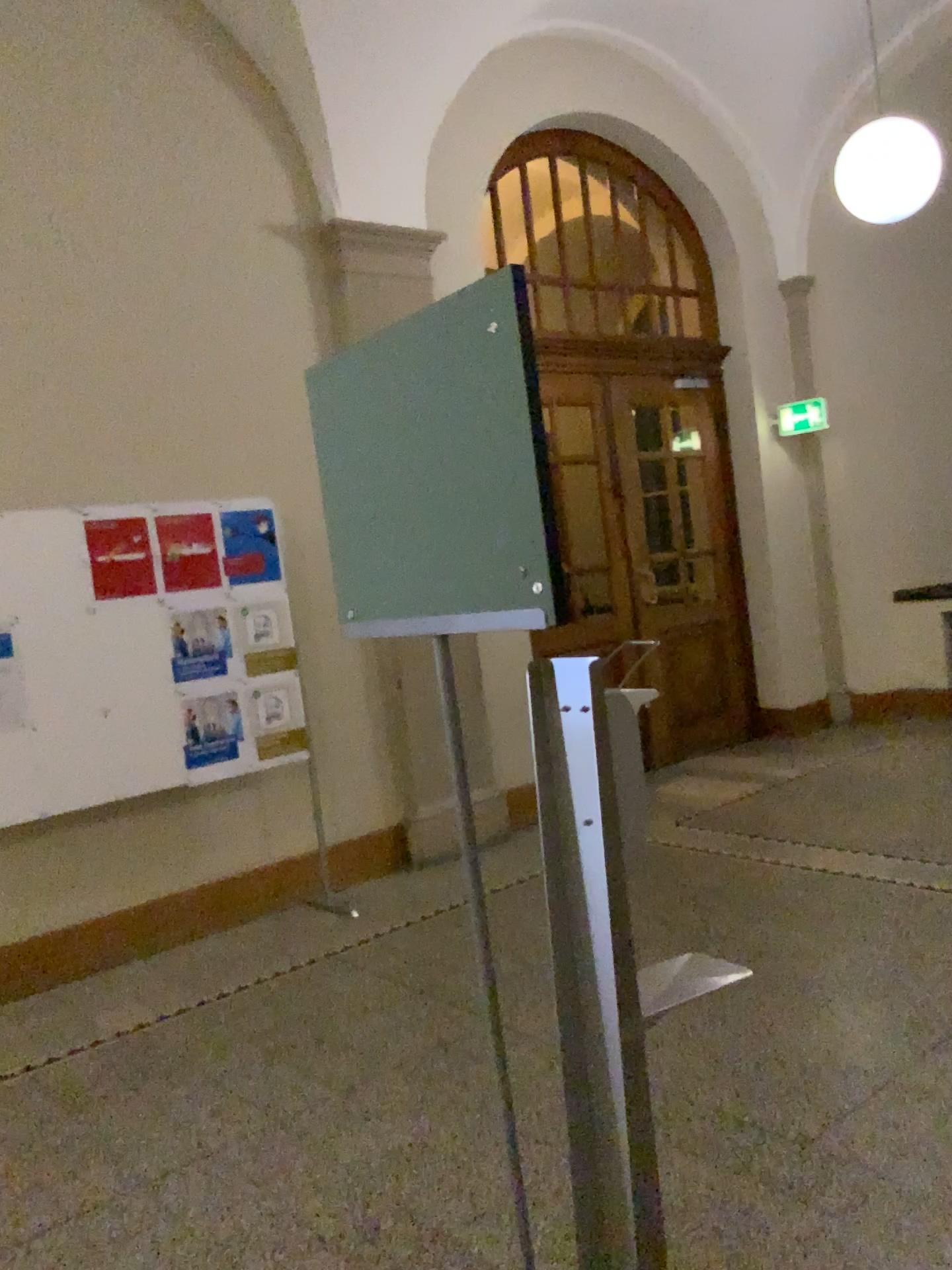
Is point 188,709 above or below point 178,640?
below

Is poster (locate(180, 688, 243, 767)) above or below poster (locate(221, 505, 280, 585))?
below

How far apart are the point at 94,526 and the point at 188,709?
0.87m

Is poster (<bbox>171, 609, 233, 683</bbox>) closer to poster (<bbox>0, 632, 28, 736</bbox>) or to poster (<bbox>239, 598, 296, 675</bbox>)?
poster (<bbox>239, 598, 296, 675</bbox>)

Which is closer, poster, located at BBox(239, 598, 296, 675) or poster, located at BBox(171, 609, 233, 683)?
poster, located at BBox(171, 609, 233, 683)

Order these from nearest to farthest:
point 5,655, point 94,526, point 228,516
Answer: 1. point 5,655
2. point 94,526
3. point 228,516

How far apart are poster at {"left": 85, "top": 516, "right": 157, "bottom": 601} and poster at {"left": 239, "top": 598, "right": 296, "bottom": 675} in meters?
0.5

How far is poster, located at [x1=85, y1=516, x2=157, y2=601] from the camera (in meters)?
4.34

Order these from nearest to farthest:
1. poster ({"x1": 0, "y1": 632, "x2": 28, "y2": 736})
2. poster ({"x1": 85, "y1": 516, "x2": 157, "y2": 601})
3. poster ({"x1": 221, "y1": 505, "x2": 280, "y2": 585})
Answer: poster ({"x1": 0, "y1": 632, "x2": 28, "y2": 736}), poster ({"x1": 85, "y1": 516, "x2": 157, "y2": 601}), poster ({"x1": 221, "y1": 505, "x2": 280, "y2": 585})

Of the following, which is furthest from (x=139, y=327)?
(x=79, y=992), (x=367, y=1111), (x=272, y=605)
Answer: (x=367, y=1111)
